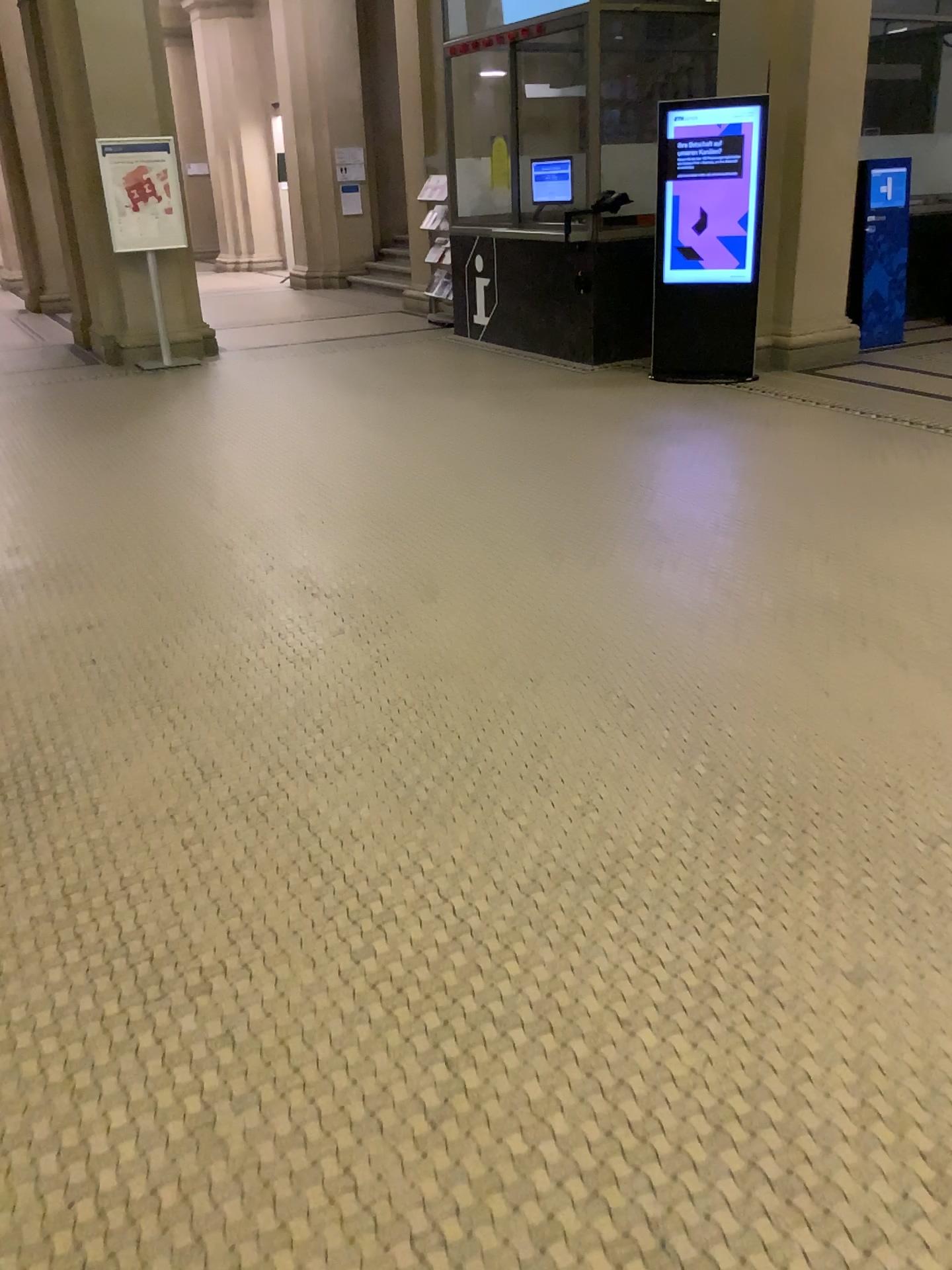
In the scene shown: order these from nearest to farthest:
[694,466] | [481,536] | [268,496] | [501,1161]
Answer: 1. [501,1161]
2. [481,536]
3. [268,496]
4. [694,466]
